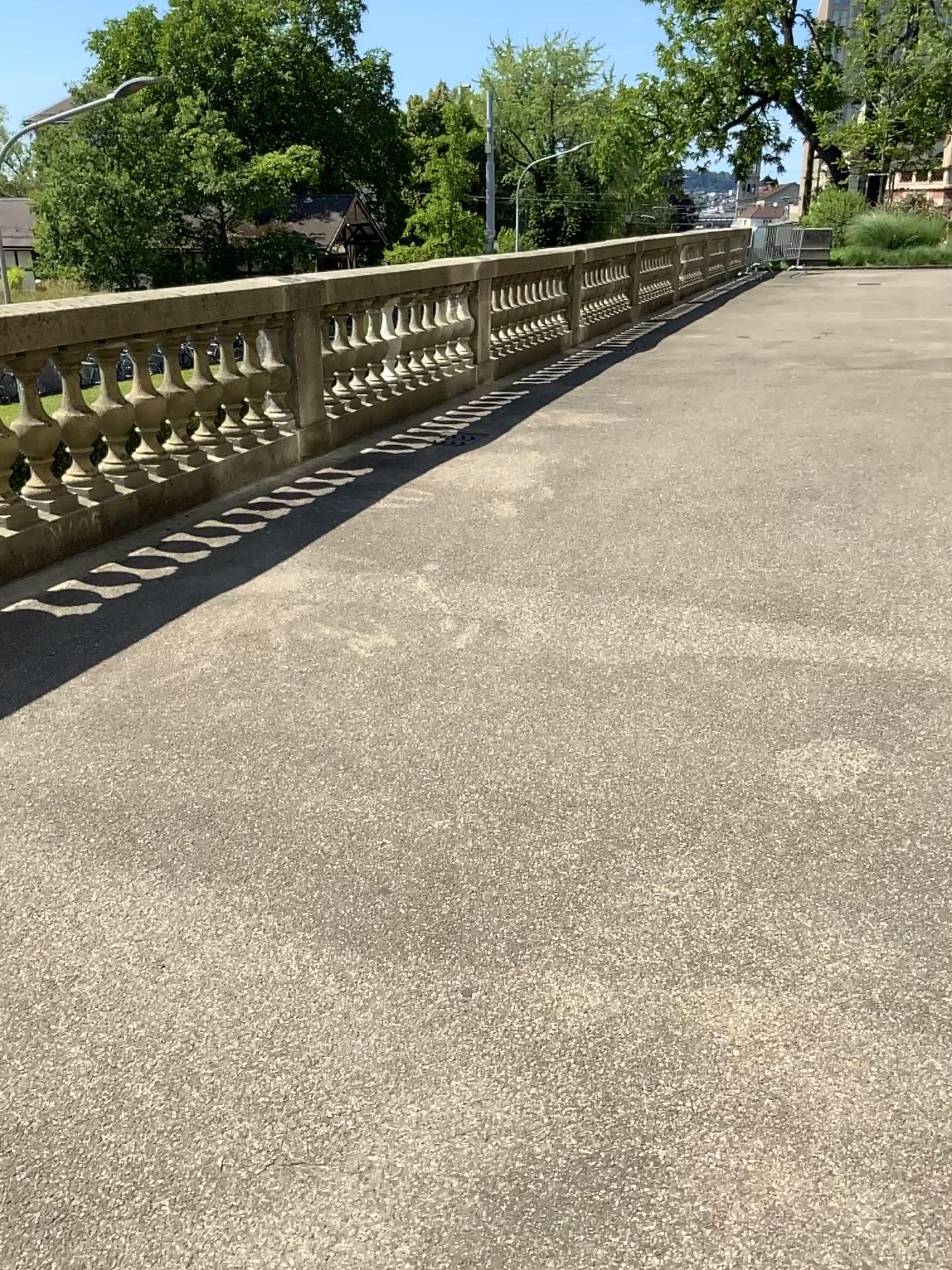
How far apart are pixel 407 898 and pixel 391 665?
1.32m
